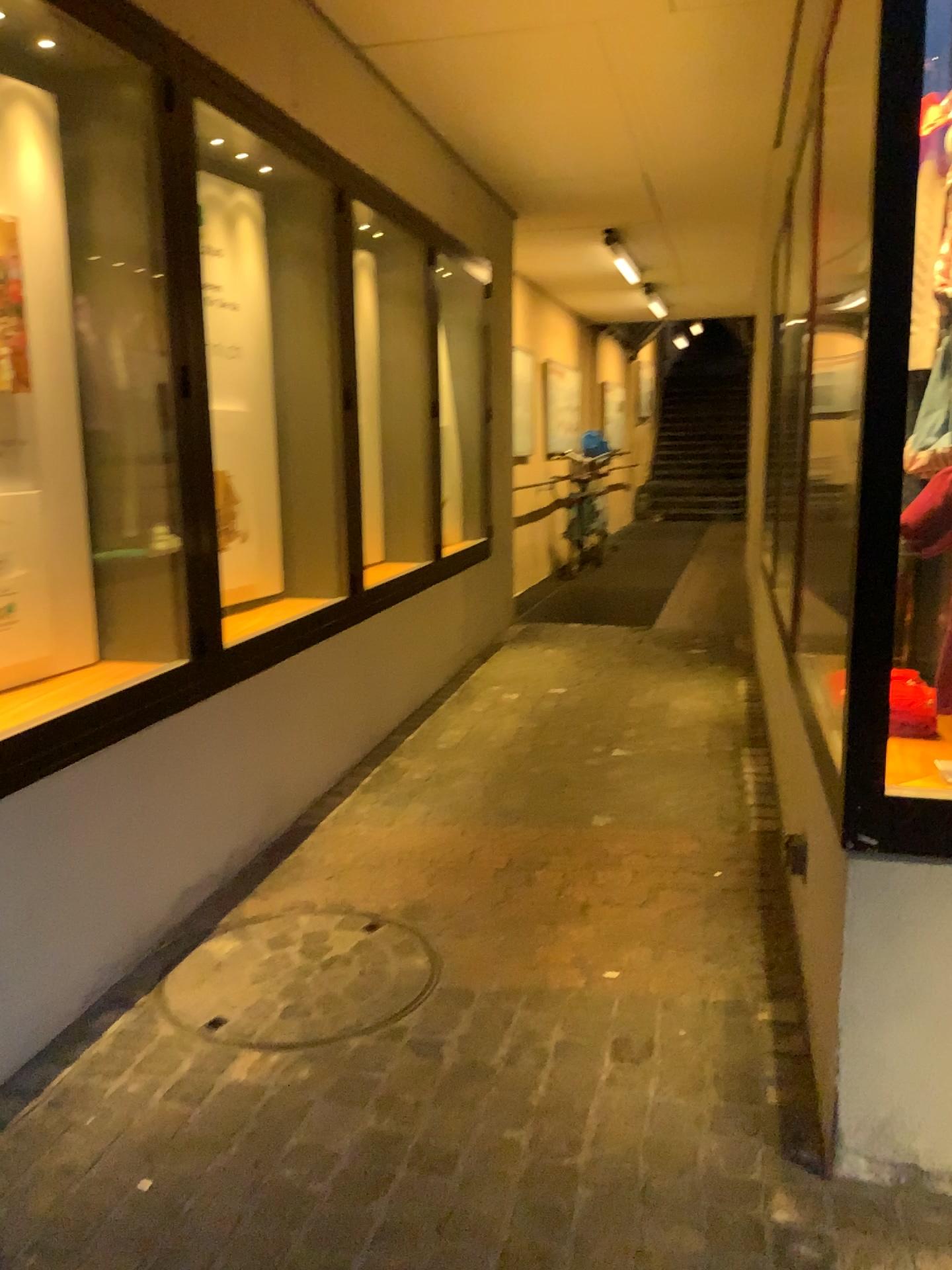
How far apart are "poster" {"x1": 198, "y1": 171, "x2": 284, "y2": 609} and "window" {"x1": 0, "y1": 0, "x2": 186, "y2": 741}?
0.9m

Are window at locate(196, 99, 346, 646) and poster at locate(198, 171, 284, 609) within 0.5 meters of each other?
yes

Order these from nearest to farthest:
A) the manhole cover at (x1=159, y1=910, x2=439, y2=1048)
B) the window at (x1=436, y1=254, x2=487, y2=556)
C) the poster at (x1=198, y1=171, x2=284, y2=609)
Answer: the manhole cover at (x1=159, y1=910, x2=439, y2=1048) < the poster at (x1=198, y1=171, x2=284, y2=609) < the window at (x1=436, y1=254, x2=487, y2=556)

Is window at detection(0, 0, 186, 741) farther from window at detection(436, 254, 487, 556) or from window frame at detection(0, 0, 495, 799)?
window at detection(436, 254, 487, 556)

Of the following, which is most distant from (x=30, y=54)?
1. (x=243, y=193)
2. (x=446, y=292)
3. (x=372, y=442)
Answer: (x=446, y=292)

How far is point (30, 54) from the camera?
2.47m

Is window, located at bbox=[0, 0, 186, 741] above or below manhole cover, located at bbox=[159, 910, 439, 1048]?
above

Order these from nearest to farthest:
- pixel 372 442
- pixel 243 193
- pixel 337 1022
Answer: pixel 337 1022 < pixel 243 193 < pixel 372 442

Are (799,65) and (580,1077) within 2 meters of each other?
no

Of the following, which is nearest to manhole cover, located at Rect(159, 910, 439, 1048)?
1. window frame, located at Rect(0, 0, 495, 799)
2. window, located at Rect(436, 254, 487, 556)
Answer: window frame, located at Rect(0, 0, 495, 799)
